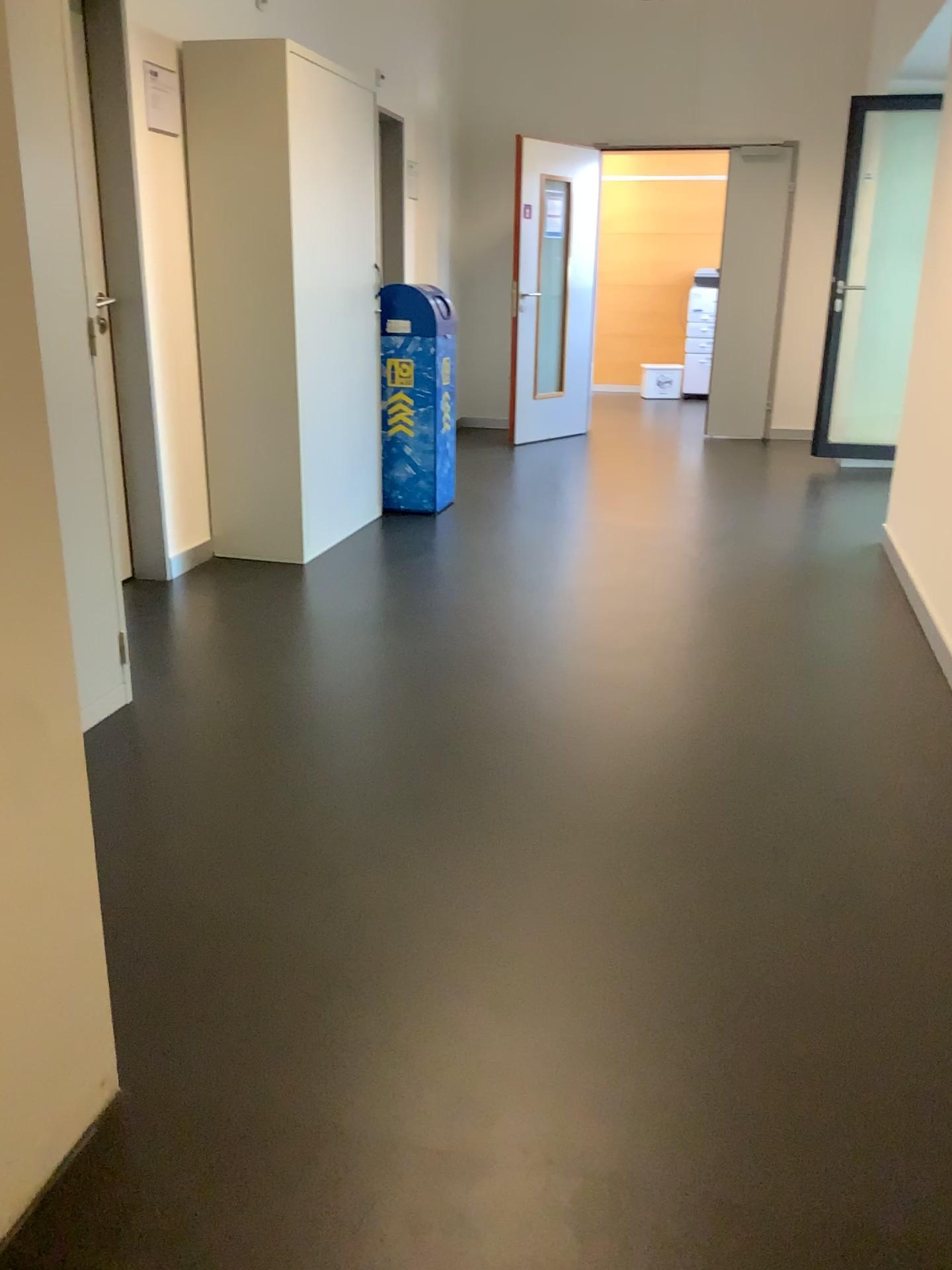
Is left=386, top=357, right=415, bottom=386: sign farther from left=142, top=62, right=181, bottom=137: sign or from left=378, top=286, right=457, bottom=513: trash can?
left=142, top=62, right=181, bottom=137: sign

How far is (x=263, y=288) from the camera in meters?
4.0 m

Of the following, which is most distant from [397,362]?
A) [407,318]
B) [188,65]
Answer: [188,65]

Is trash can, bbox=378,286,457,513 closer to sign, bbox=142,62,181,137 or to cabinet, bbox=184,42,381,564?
cabinet, bbox=184,42,381,564

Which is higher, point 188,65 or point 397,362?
point 188,65

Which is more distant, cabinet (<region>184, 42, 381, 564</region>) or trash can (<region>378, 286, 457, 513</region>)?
trash can (<region>378, 286, 457, 513</region>)

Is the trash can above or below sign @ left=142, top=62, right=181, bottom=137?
below

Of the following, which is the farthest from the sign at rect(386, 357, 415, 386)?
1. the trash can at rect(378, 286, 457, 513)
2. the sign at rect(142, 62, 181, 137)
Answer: the sign at rect(142, 62, 181, 137)

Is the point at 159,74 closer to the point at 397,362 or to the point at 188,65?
the point at 188,65

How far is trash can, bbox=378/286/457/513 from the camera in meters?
4.9 m
